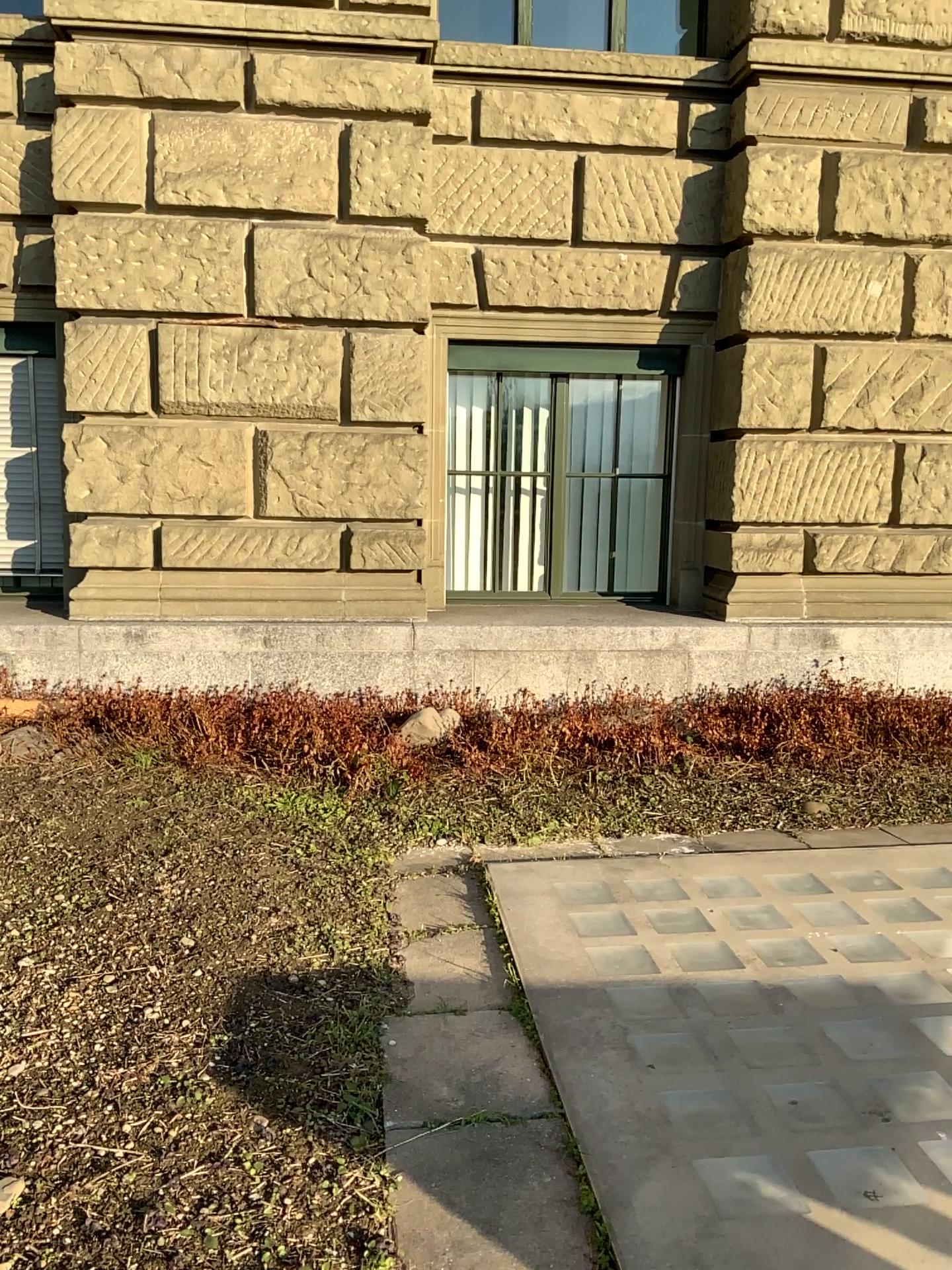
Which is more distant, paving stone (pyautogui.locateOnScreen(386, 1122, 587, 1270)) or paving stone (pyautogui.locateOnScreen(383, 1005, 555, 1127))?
paving stone (pyautogui.locateOnScreen(383, 1005, 555, 1127))

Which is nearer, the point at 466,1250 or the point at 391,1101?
the point at 466,1250

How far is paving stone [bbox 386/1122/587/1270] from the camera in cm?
195

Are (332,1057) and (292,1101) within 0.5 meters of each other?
yes

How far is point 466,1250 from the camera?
2.0 meters
